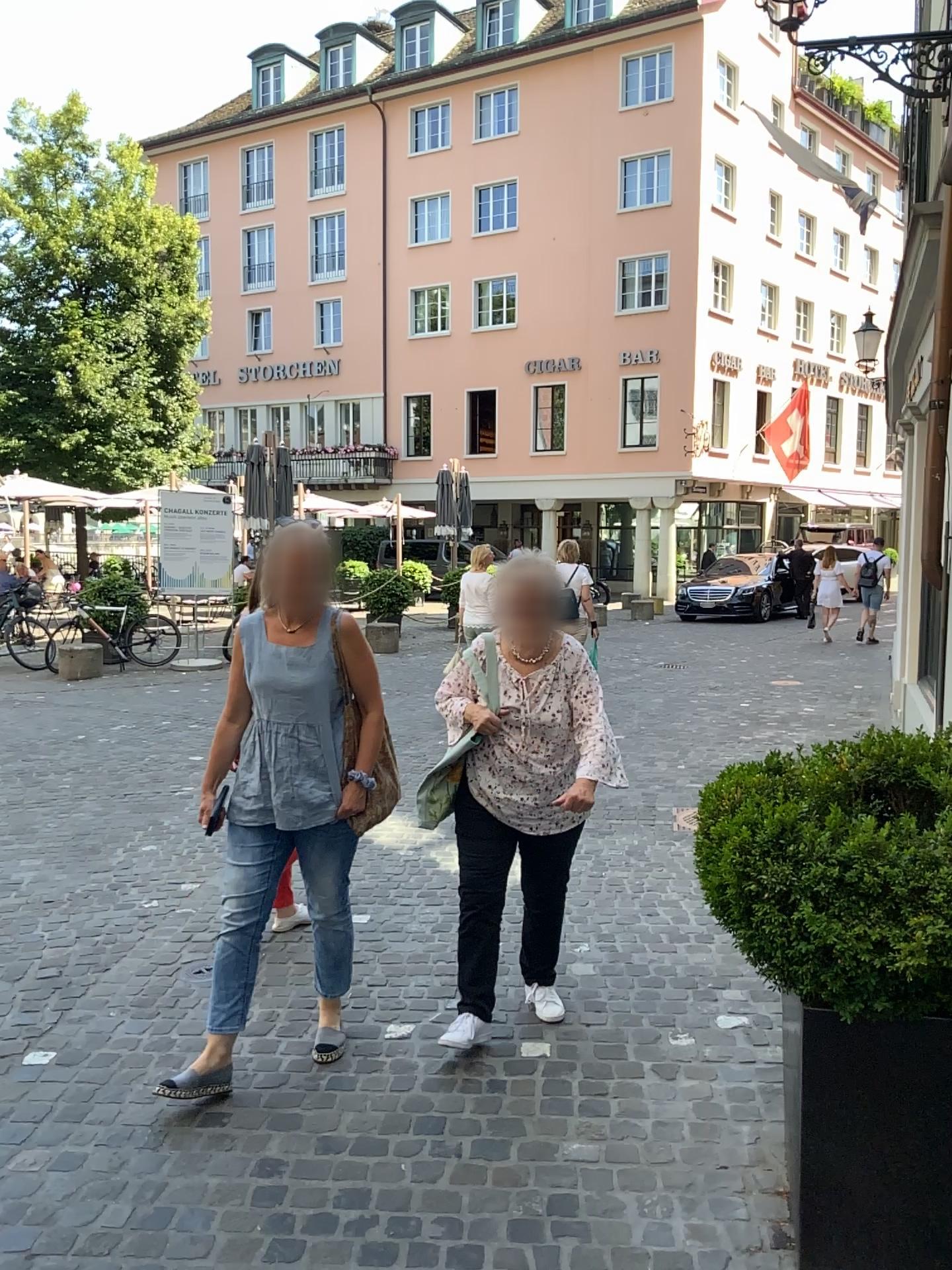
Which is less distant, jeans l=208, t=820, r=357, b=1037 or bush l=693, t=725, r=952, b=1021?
bush l=693, t=725, r=952, b=1021

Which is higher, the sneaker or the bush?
the bush

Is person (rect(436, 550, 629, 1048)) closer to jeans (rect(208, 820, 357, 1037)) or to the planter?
jeans (rect(208, 820, 357, 1037))

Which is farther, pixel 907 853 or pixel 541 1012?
pixel 541 1012

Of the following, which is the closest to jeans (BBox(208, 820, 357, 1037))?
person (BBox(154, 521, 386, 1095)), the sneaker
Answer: person (BBox(154, 521, 386, 1095))

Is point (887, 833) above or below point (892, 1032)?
above

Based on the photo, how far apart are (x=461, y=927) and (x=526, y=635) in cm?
95

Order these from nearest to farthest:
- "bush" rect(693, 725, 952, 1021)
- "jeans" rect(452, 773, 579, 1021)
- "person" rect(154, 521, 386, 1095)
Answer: "bush" rect(693, 725, 952, 1021) < "person" rect(154, 521, 386, 1095) < "jeans" rect(452, 773, 579, 1021)

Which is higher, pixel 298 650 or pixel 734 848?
pixel 298 650

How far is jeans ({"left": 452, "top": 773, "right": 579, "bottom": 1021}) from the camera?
3.3 meters
